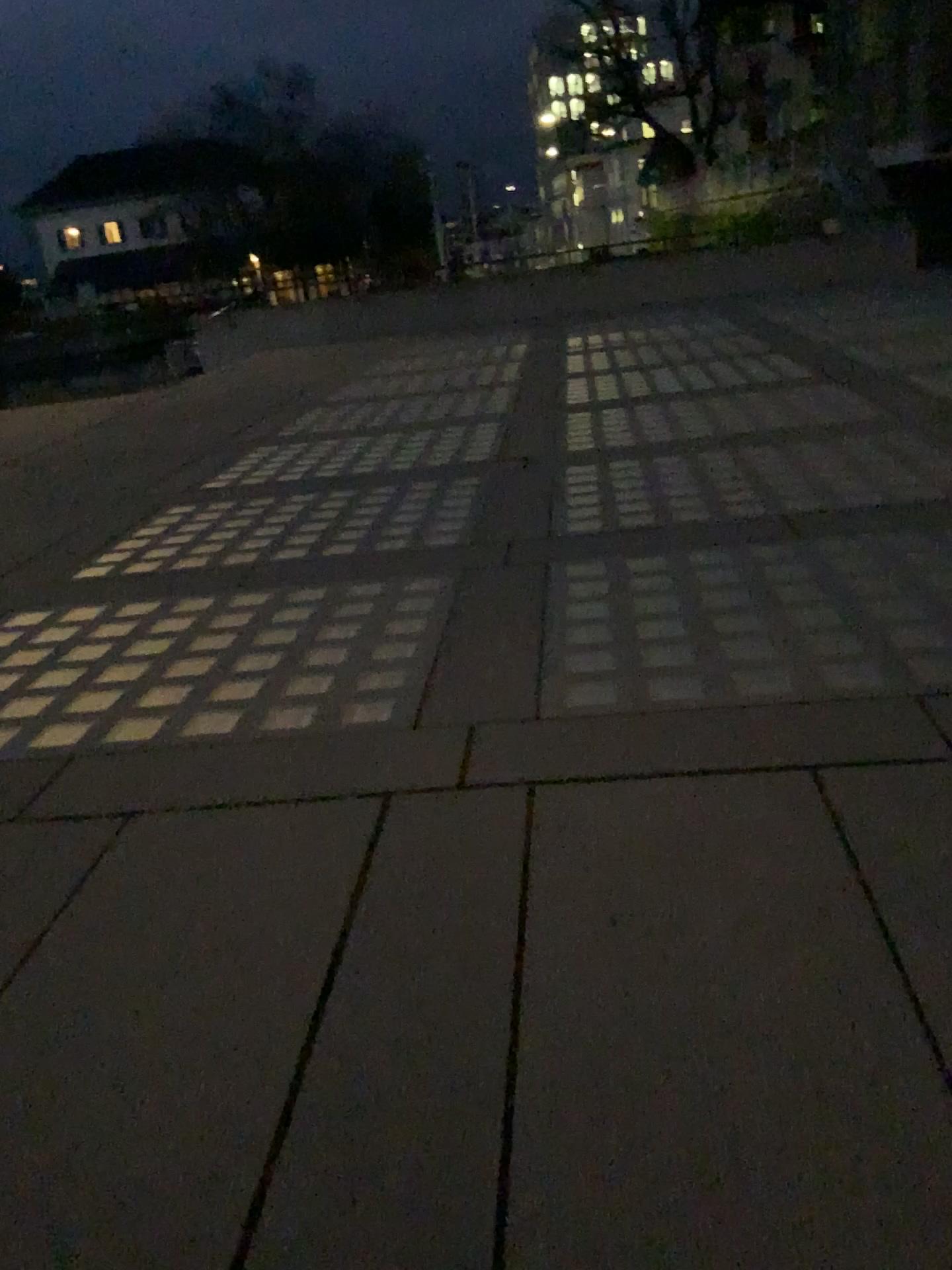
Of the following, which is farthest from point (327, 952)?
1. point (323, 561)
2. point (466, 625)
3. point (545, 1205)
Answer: point (323, 561)
